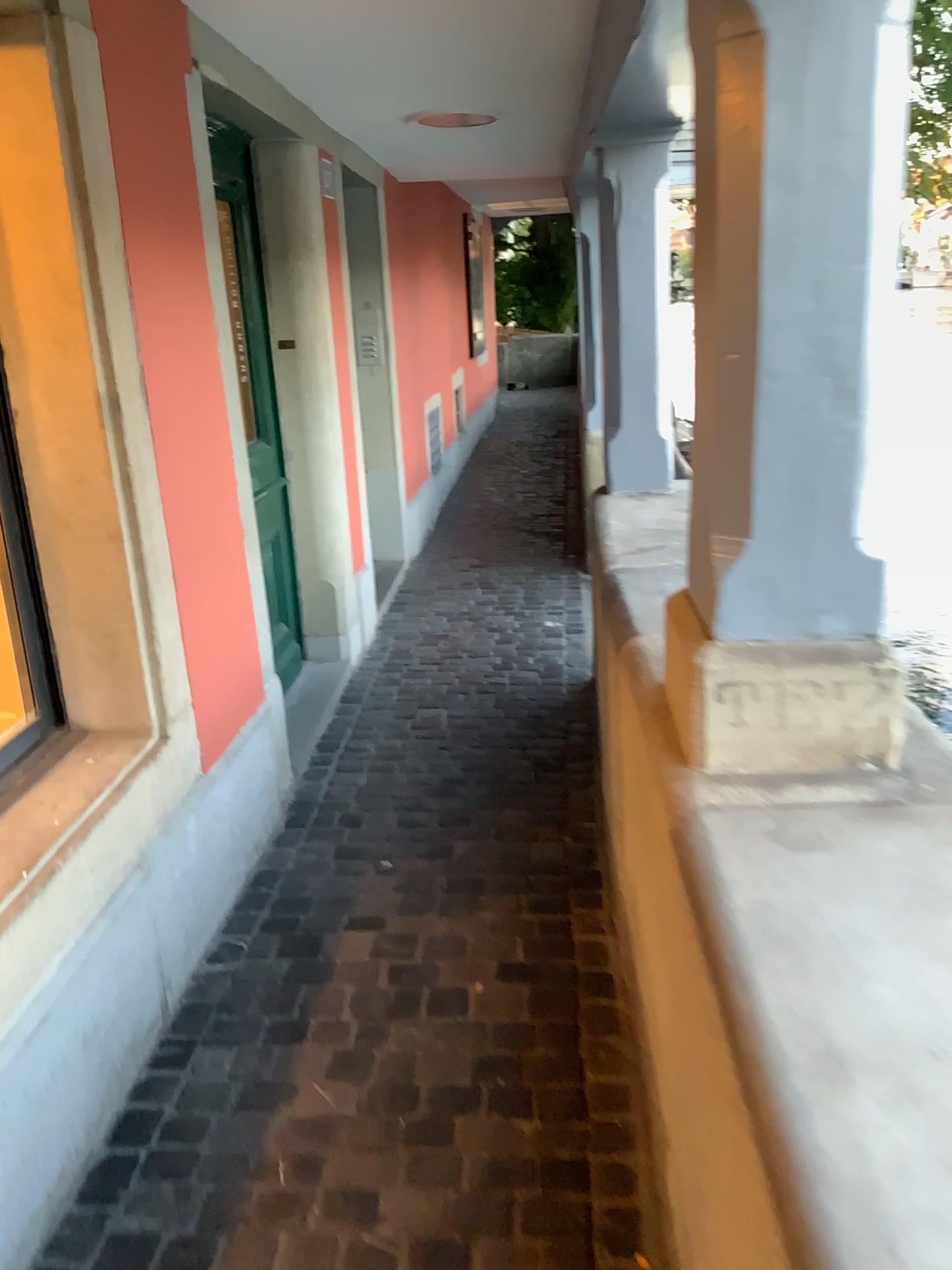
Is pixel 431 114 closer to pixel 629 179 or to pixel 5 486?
pixel 629 179

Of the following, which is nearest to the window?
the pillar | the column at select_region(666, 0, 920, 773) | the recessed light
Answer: the column at select_region(666, 0, 920, 773)

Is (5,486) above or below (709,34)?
below

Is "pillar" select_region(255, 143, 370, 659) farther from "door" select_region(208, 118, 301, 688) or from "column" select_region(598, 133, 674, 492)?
"column" select_region(598, 133, 674, 492)

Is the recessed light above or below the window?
above

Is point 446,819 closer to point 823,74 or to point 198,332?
point 198,332

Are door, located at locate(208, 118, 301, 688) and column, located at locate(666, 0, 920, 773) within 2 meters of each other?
no

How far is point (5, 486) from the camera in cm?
212

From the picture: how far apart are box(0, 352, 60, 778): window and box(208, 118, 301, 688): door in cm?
144

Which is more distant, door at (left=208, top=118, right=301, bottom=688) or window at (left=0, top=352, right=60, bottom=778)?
door at (left=208, top=118, right=301, bottom=688)
